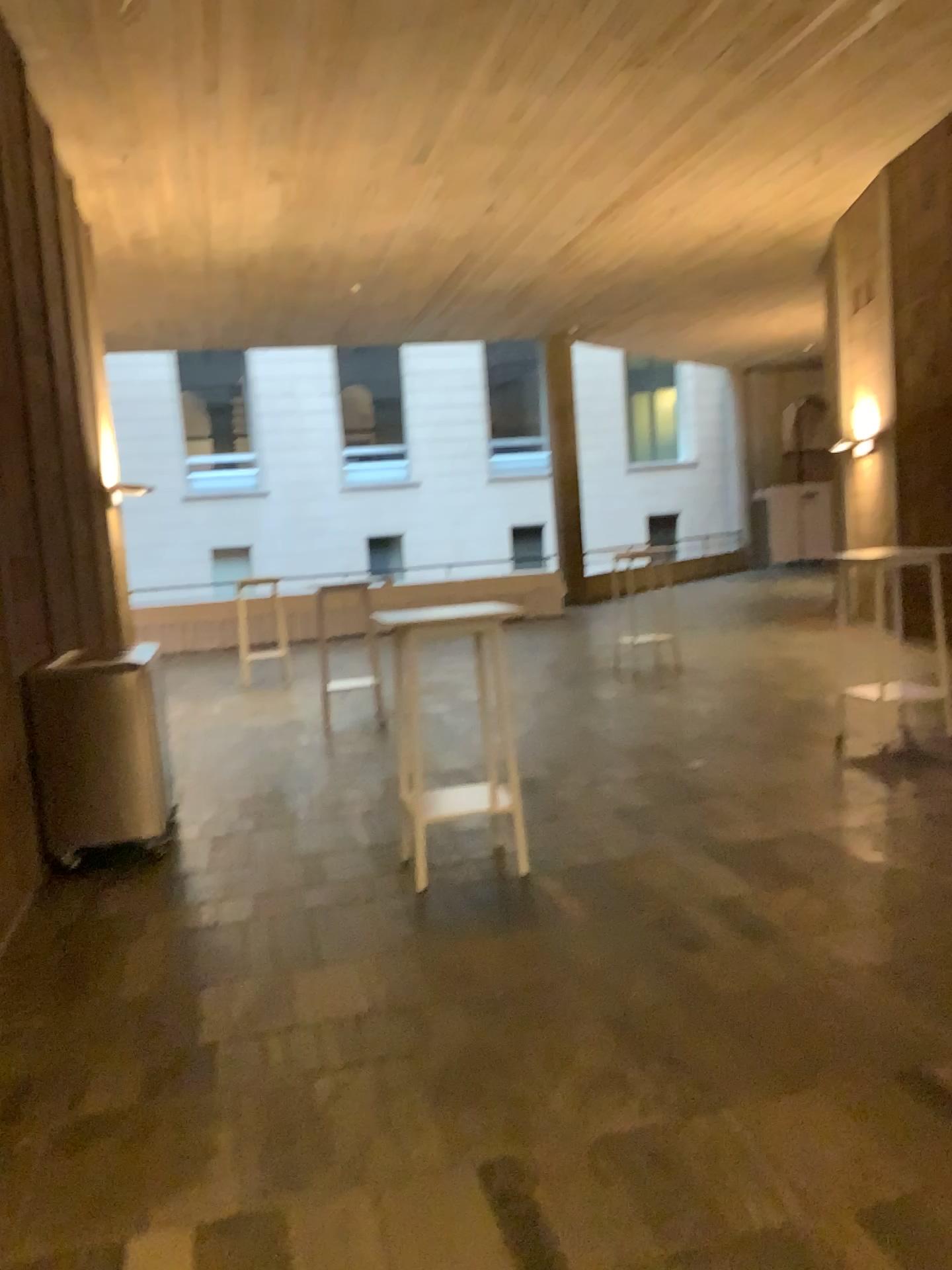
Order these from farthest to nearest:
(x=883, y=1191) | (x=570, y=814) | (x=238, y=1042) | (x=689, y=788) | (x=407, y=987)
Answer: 1. (x=689, y=788)
2. (x=570, y=814)
3. (x=407, y=987)
4. (x=238, y=1042)
5. (x=883, y=1191)
